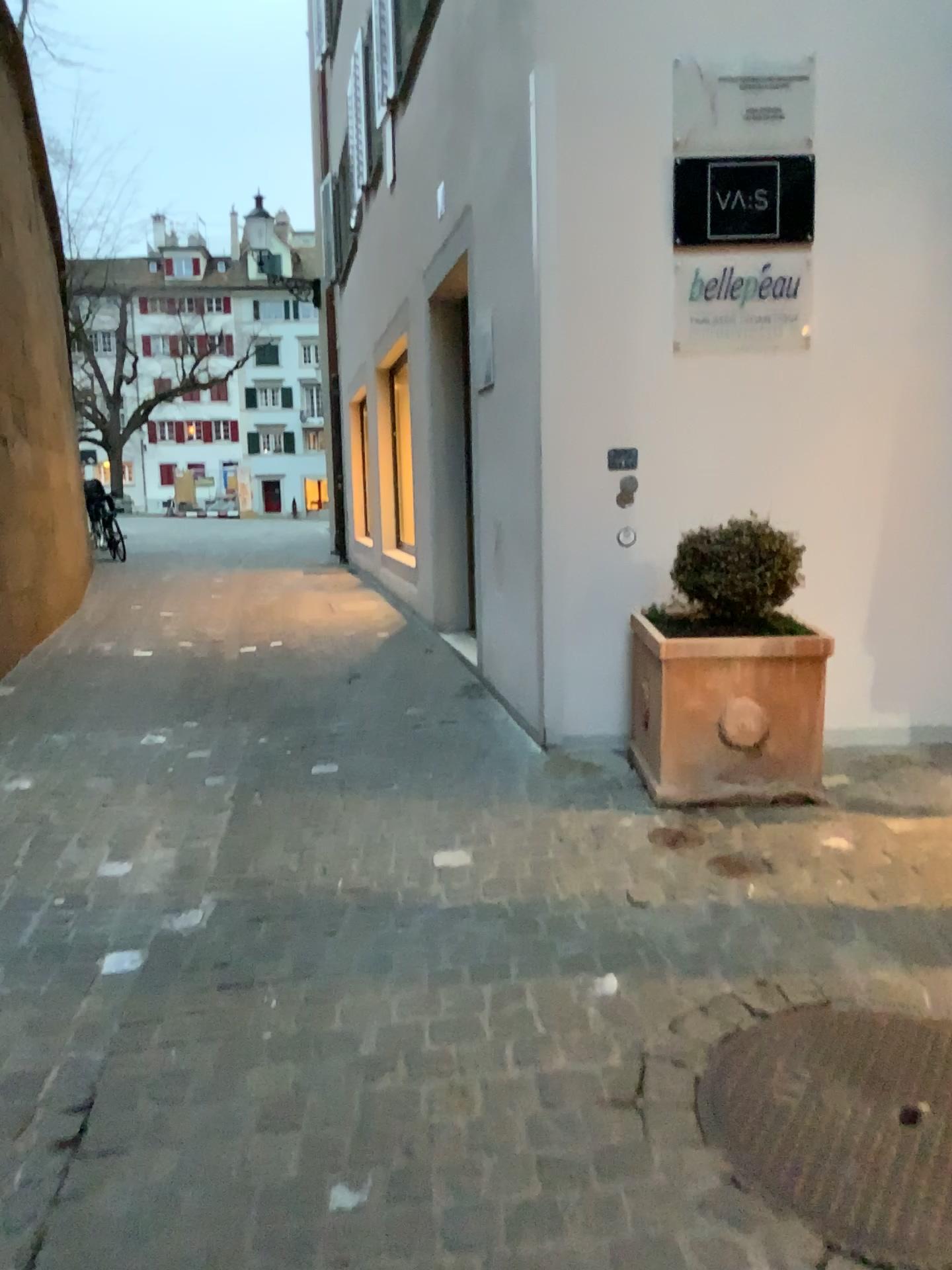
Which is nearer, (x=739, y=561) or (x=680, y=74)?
(x=739, y=561)

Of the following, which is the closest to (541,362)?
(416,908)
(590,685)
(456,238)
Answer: (590,685)

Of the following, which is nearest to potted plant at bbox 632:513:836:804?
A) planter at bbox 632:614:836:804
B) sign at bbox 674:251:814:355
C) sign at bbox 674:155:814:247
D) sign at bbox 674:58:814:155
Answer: planter at bbox 632:614:836:804

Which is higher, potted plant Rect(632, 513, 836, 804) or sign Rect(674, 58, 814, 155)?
sign Rect(674, 58, 814, 155)

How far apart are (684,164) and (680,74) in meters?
0.3

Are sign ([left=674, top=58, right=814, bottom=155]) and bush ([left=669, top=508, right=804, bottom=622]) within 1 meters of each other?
no

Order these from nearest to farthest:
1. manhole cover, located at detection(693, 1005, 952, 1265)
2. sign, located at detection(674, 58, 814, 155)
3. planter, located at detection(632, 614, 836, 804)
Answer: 1. manhole cover, located at detection(693, 1005, 952, 1265)
2. planter, located at detection(632, 614, 836, 804)
3. sign, located at detection(674, 58, 814, 155)

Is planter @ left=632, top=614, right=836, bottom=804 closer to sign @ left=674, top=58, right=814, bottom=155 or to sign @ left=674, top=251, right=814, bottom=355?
sign @ left=674, top=251, right=814, bottom=355

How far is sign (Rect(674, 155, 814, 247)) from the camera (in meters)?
3.78

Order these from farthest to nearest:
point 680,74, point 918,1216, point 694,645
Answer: point 680,74 → point 694,645 → point 918,1216
